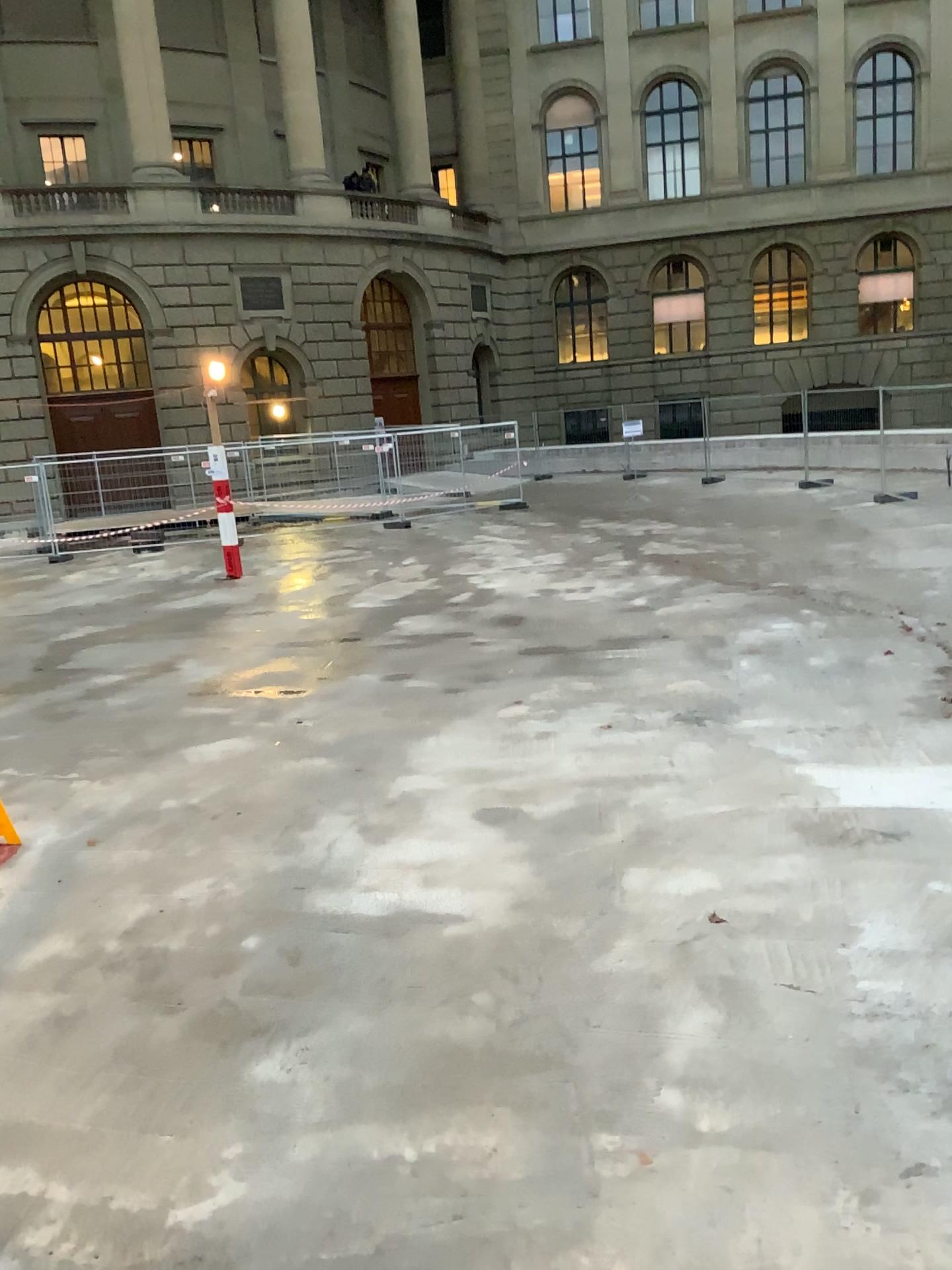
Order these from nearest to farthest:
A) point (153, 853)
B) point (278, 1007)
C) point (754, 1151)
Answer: point (754, 1151), point (278, 1007), point (153, 853)
